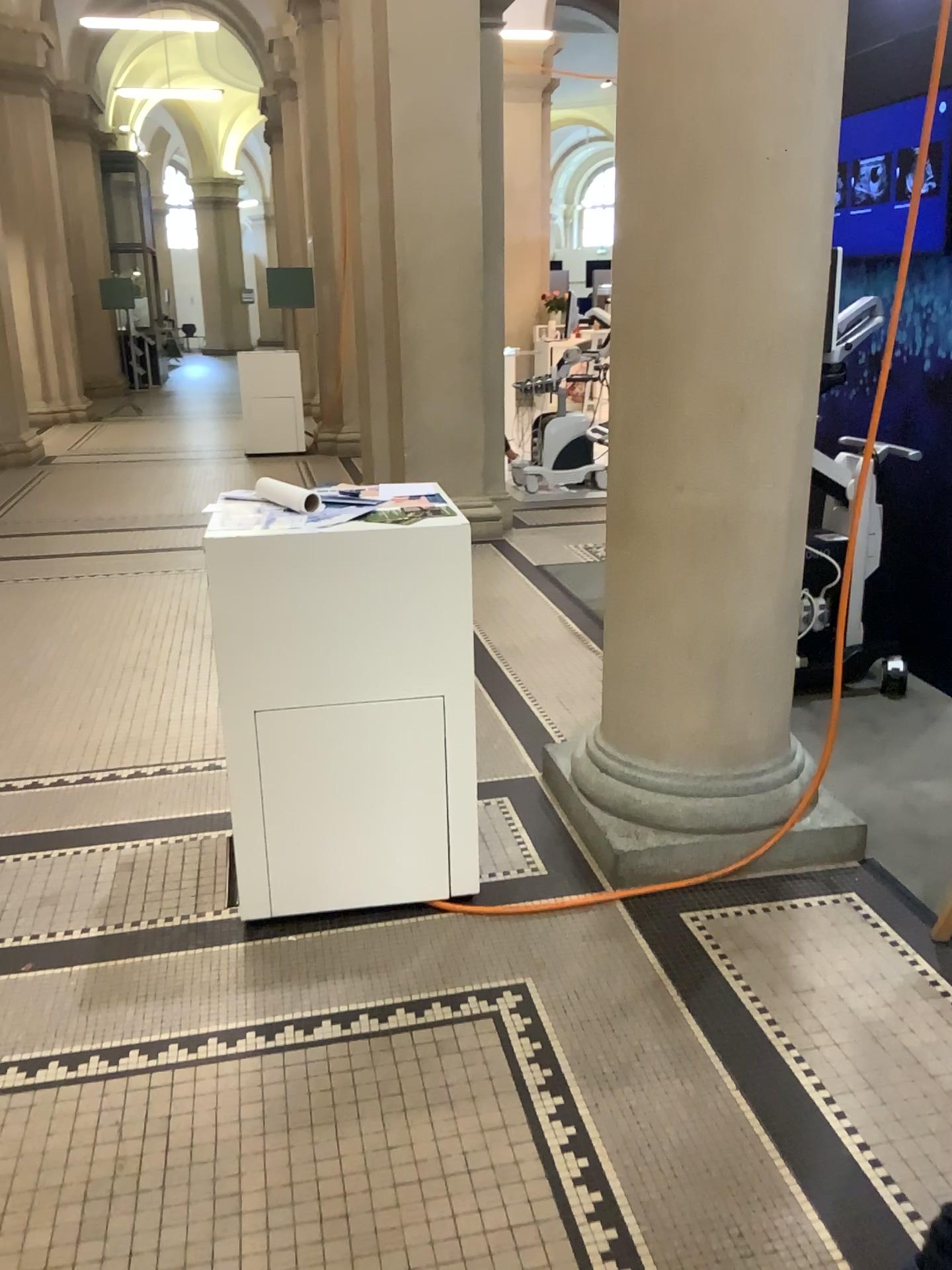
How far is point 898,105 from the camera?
2.4 meters

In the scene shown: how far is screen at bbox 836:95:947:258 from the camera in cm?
244

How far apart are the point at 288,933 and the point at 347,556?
0.95m
